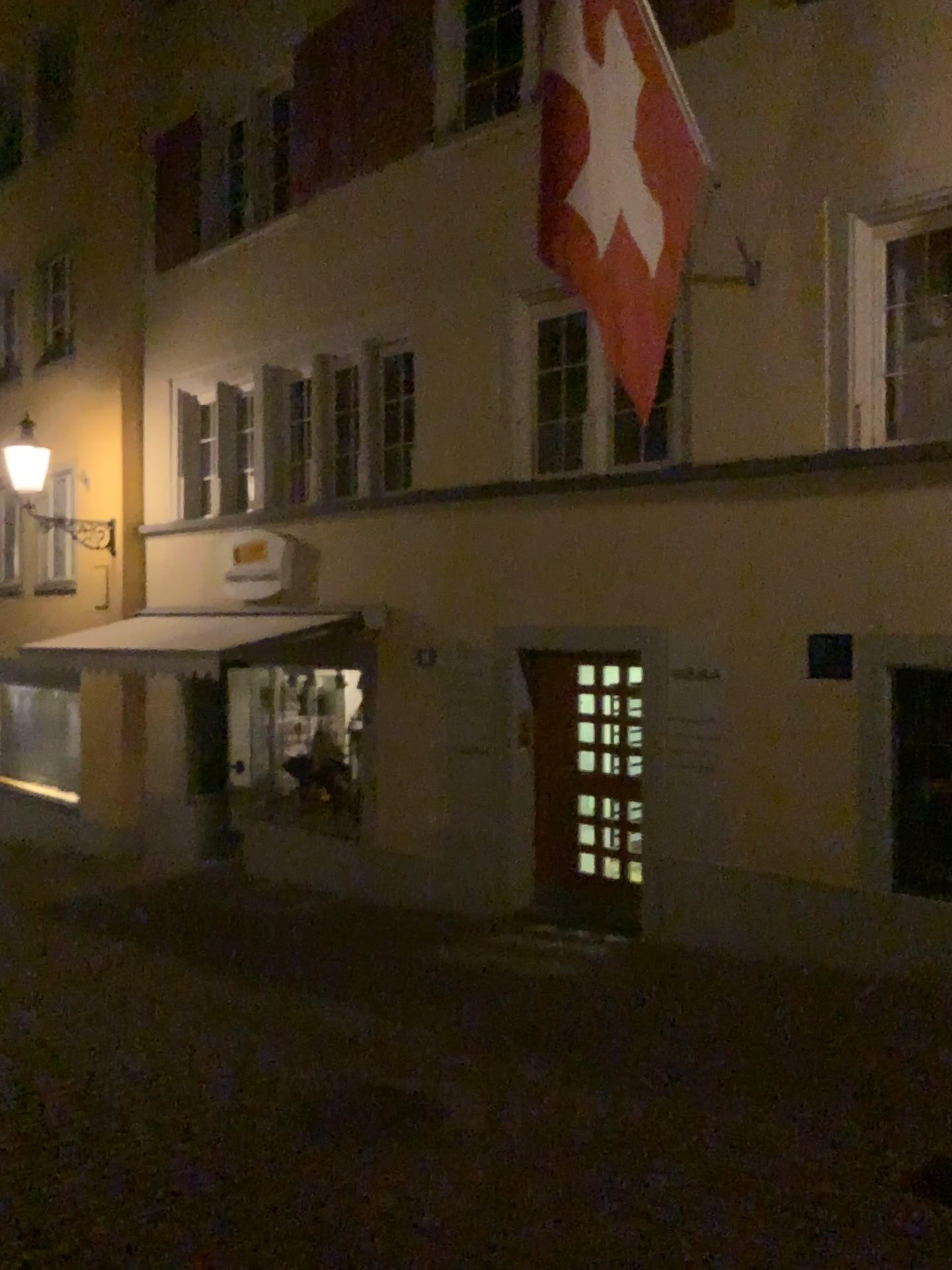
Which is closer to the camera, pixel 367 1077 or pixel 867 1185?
pixel 867 1185
